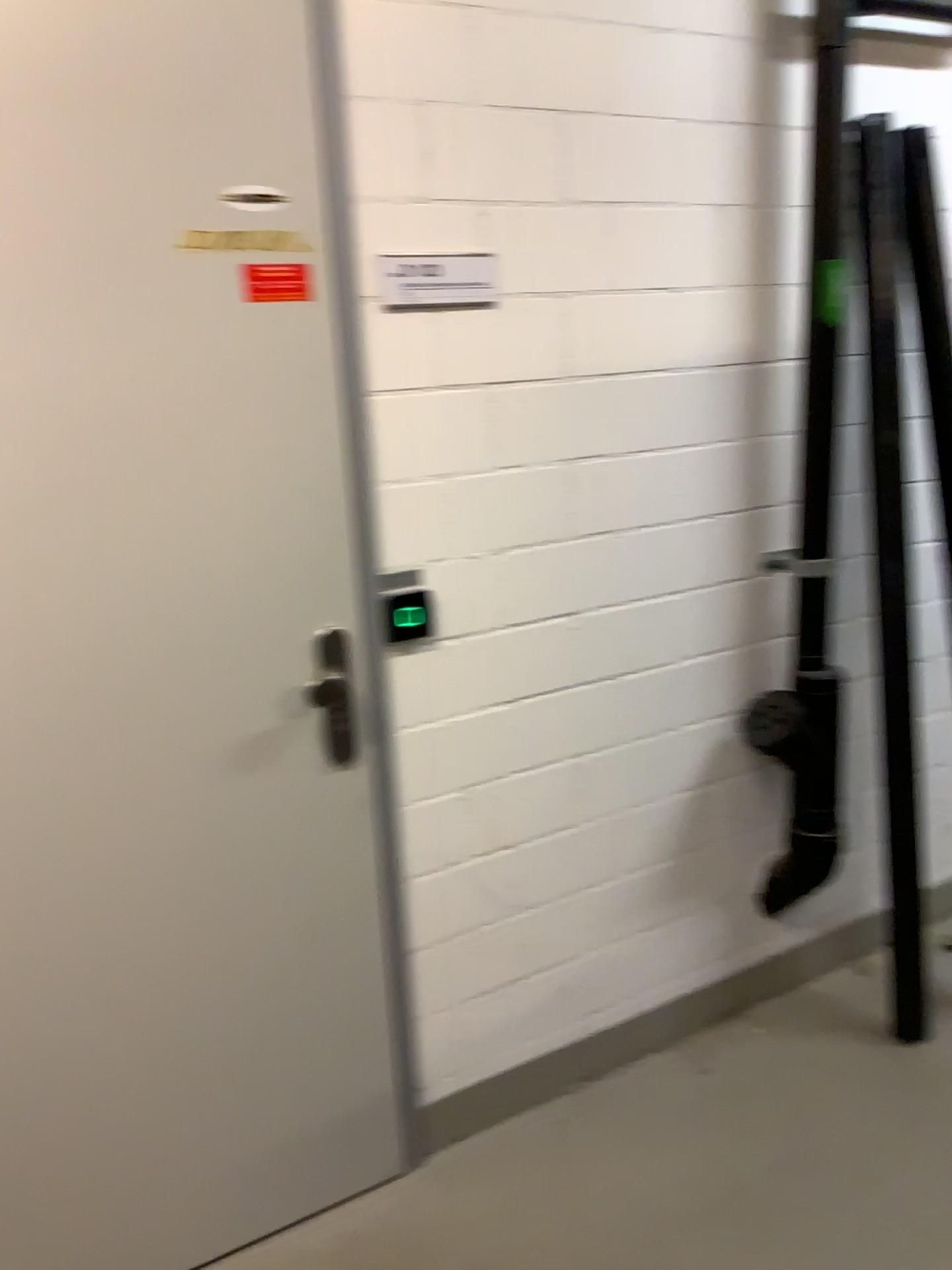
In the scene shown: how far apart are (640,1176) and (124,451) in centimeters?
162cm

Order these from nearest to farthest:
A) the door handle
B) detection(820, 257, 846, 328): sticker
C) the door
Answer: the door, the door handle, detection(820, 257, 846, 328): sticker

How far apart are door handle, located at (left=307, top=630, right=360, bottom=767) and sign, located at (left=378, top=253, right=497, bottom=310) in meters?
0.6

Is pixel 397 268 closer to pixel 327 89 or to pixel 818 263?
pixel 327 89

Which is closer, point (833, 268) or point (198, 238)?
point (198, 238)

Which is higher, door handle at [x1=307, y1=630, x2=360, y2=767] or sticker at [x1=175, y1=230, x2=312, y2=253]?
sticker at [x1=175, y1=230, x2=312, y2=253]

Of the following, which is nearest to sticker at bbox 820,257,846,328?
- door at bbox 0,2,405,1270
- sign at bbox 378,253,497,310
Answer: sign at bbox 378,253,497,310

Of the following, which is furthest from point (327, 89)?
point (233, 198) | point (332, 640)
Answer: point (332, 640)

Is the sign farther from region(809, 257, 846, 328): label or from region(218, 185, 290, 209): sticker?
region(809, 257, 846, 328): label

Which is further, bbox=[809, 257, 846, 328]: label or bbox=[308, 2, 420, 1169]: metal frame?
bbox=[809, 257, 846, 328]: label
